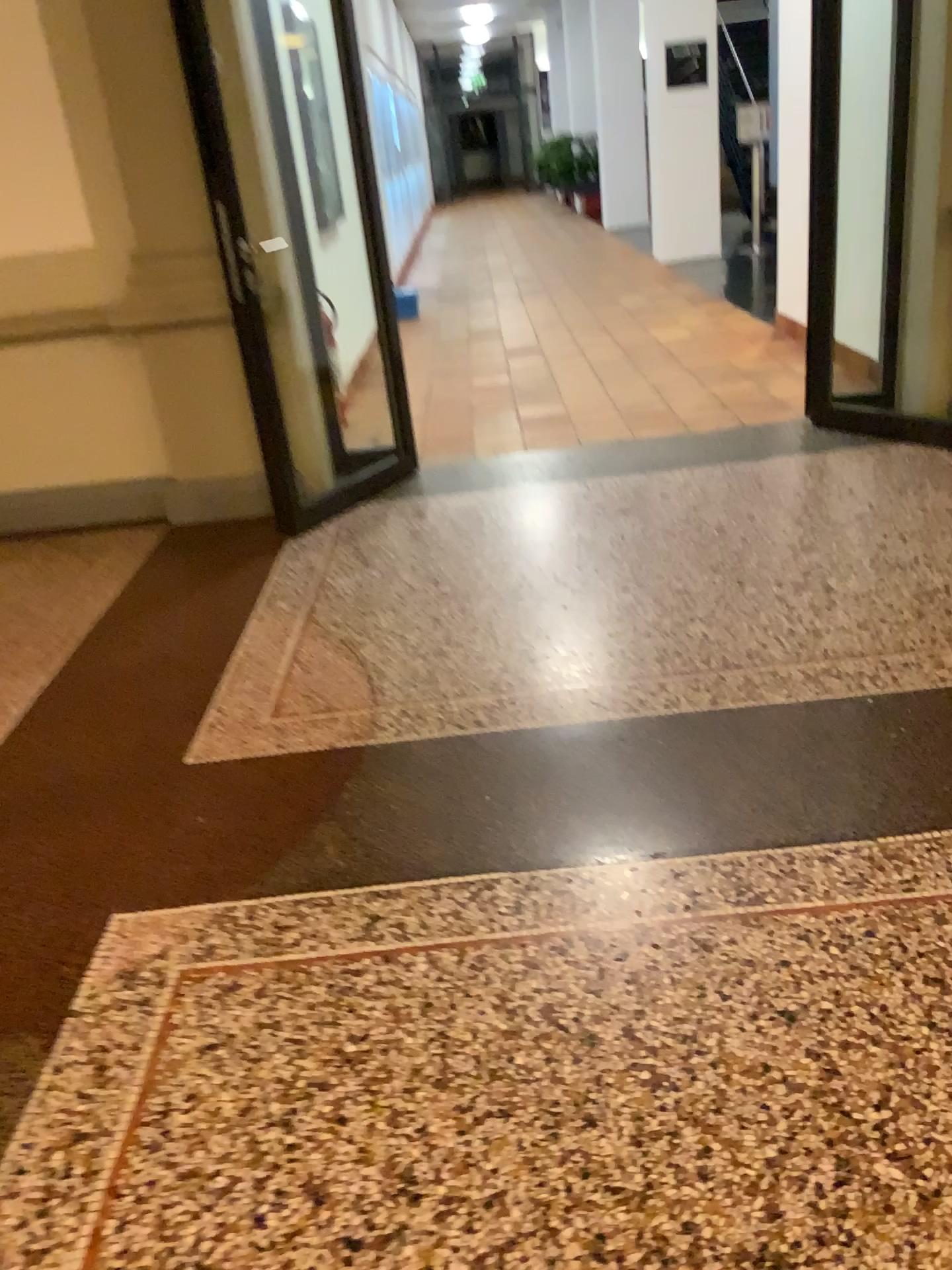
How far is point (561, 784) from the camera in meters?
2.3 m
